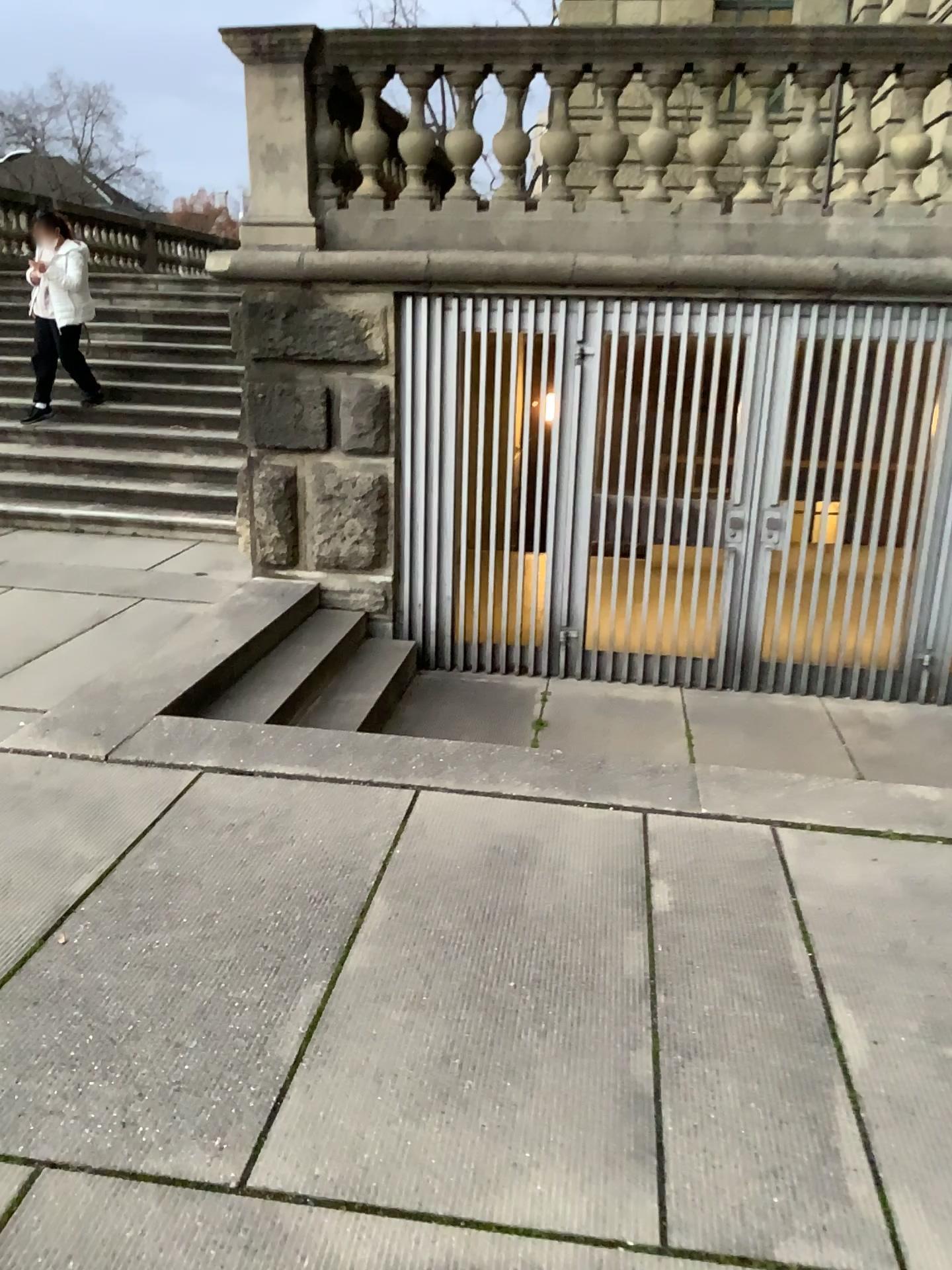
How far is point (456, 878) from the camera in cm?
295
